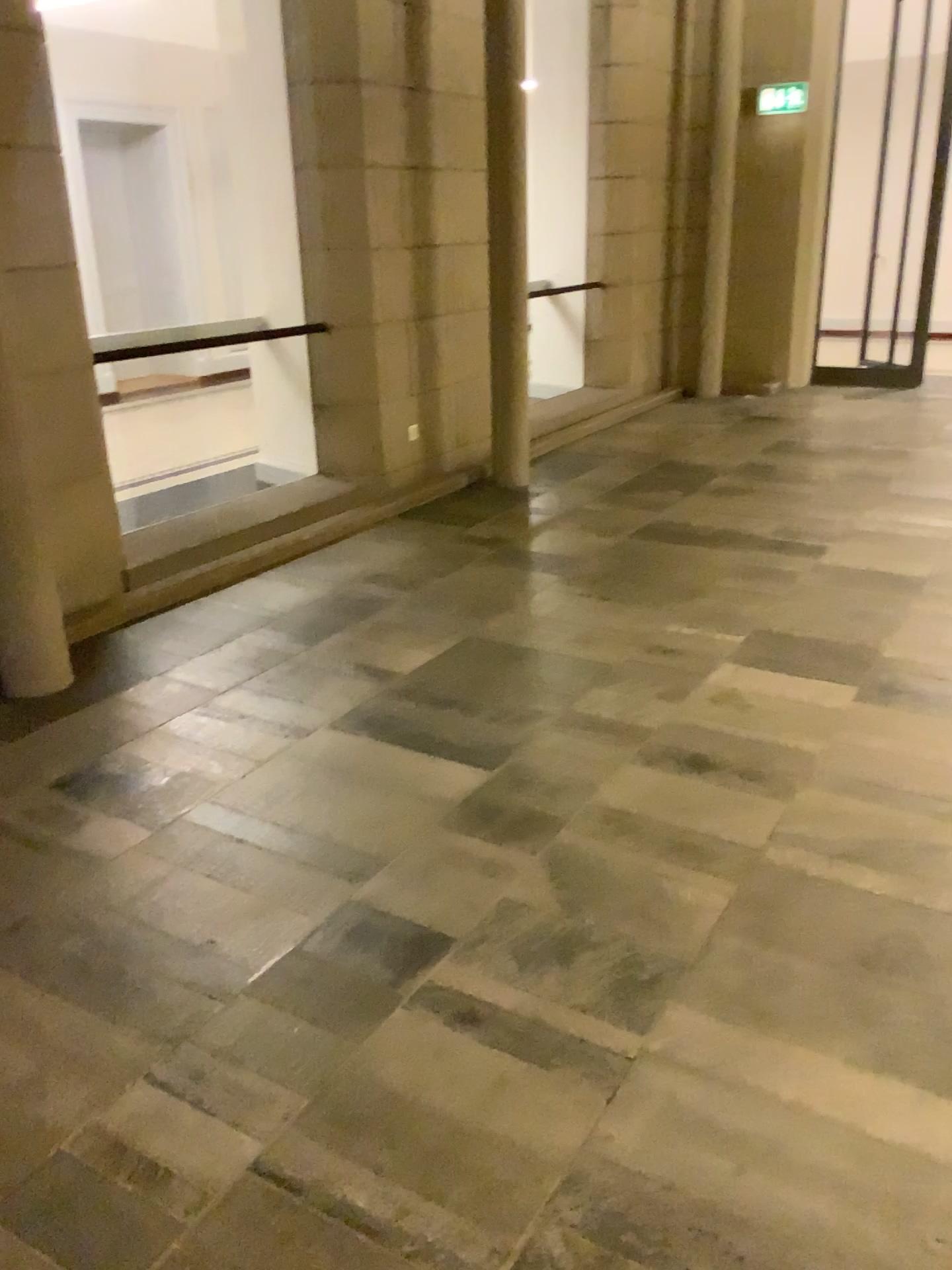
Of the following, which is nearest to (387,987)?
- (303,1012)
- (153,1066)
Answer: (303,1012)
